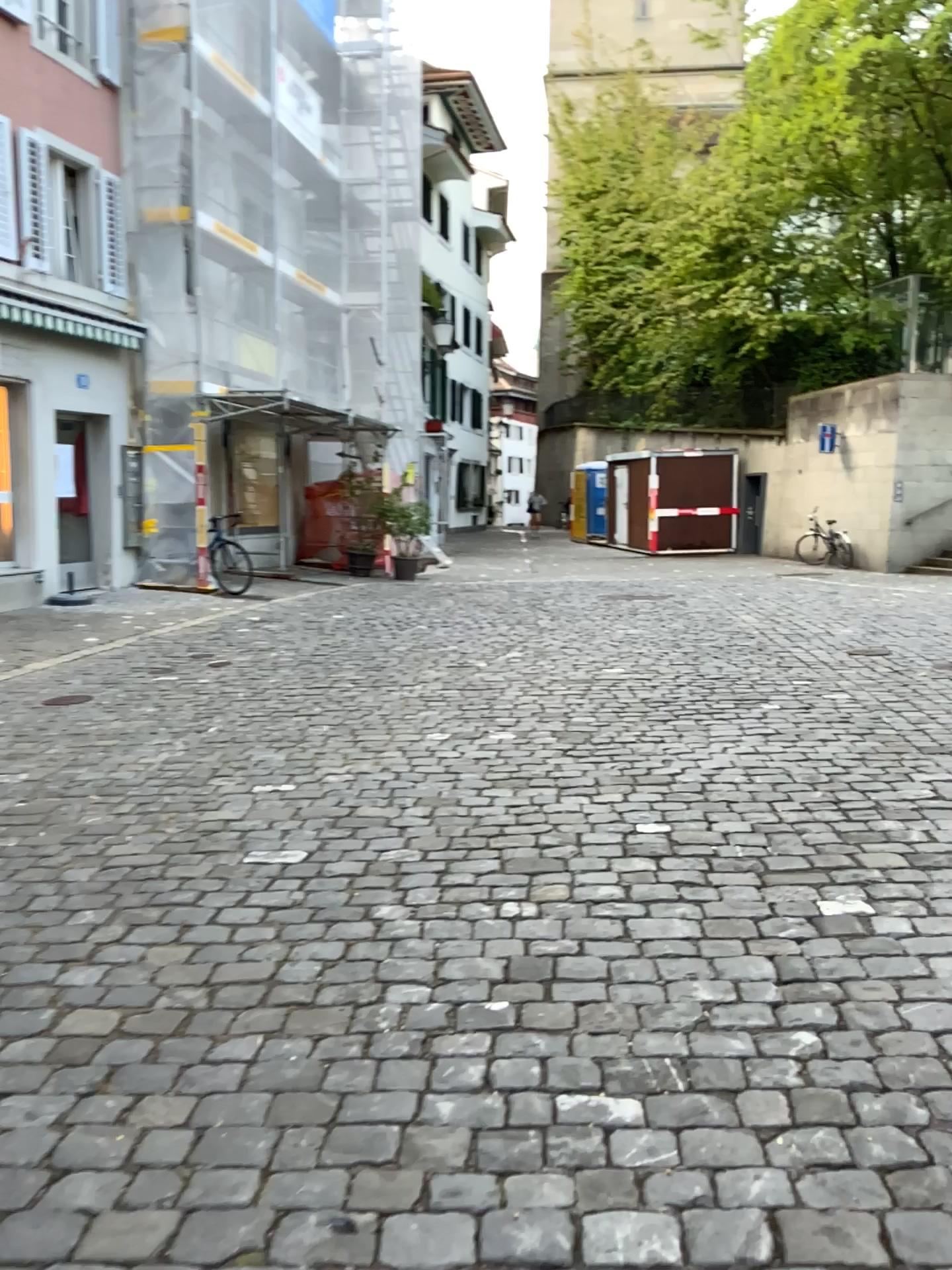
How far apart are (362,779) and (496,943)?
1.9 meters
